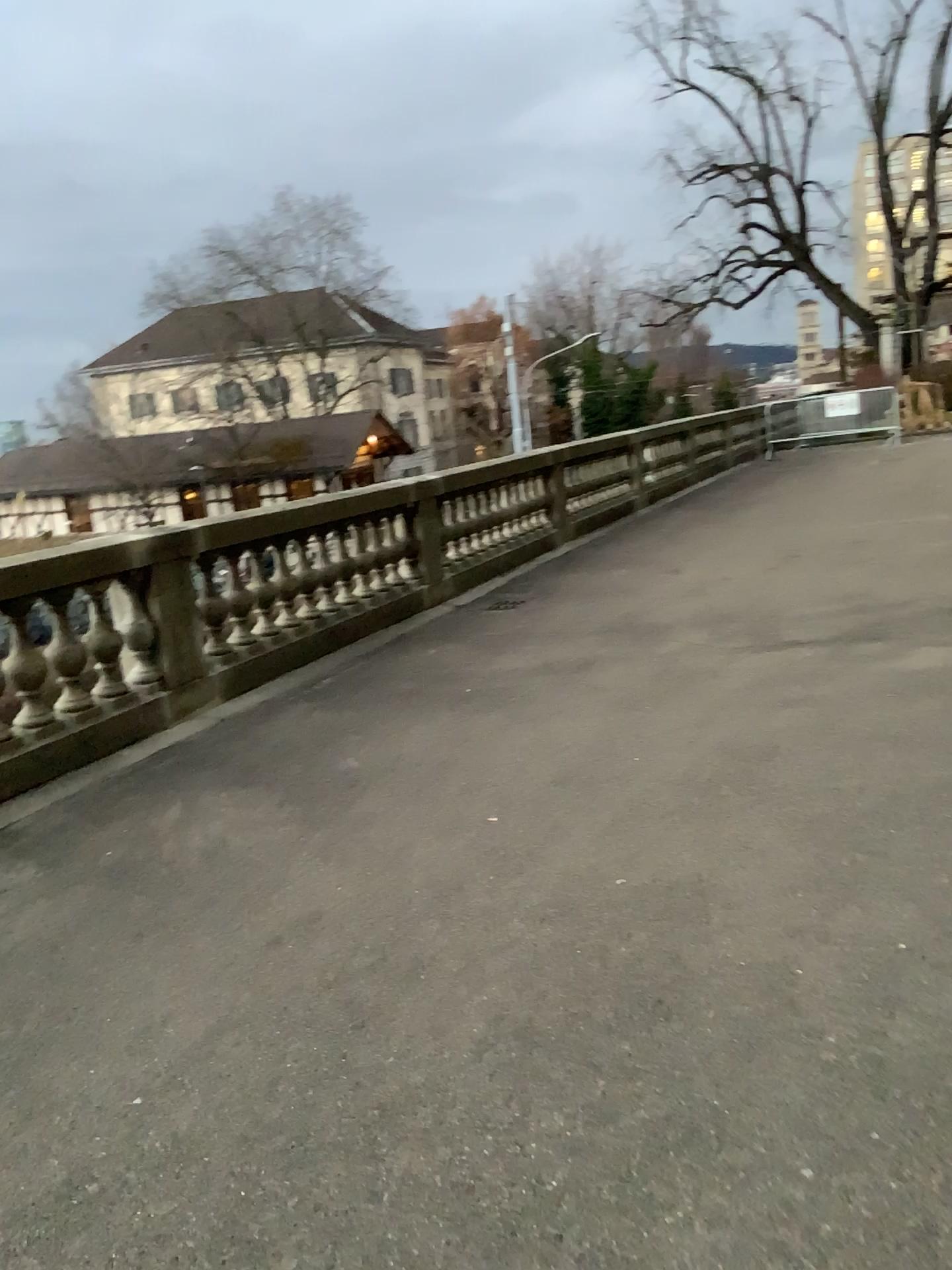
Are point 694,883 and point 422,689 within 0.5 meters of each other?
no
